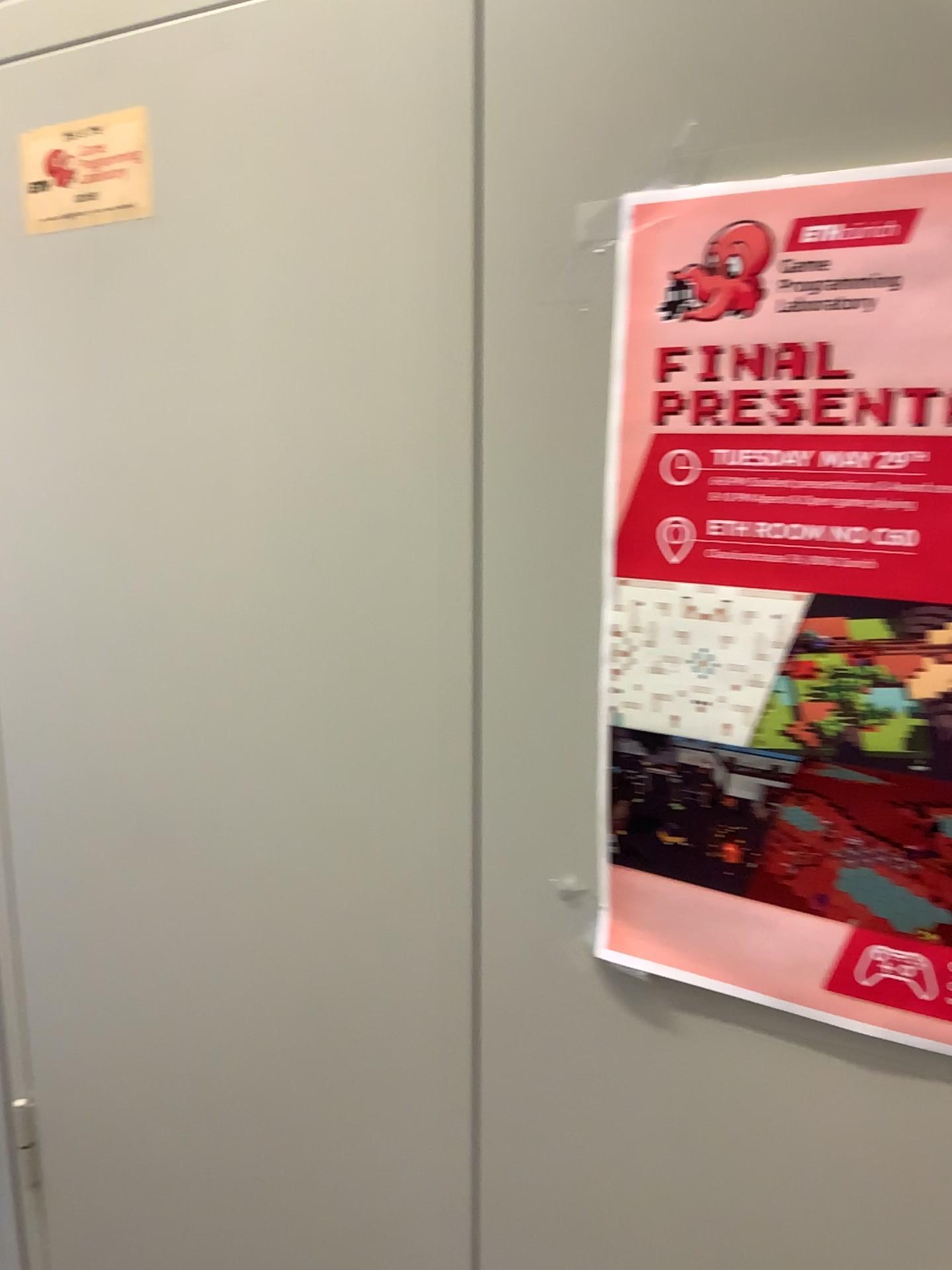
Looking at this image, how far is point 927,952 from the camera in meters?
0.5

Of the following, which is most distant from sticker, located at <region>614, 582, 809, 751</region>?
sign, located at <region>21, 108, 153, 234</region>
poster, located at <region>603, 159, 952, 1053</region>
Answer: sign, located at <region>21, 108, 153, 234</region>

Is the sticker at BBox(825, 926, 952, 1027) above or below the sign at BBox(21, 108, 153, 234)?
below

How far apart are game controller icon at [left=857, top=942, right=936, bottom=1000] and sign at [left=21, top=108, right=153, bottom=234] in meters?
0.6

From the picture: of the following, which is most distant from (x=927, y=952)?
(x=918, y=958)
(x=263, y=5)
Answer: (x=263, y=5)

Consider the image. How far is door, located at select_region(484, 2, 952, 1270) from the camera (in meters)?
0.50

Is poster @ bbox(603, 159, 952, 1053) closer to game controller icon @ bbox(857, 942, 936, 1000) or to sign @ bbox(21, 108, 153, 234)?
game controller icon @ bbox(857, 942, 936, 1000)

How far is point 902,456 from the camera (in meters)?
0.49

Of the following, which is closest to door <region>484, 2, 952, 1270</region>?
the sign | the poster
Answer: the poster

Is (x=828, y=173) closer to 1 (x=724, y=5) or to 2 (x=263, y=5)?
1 (x=724, y=5)
